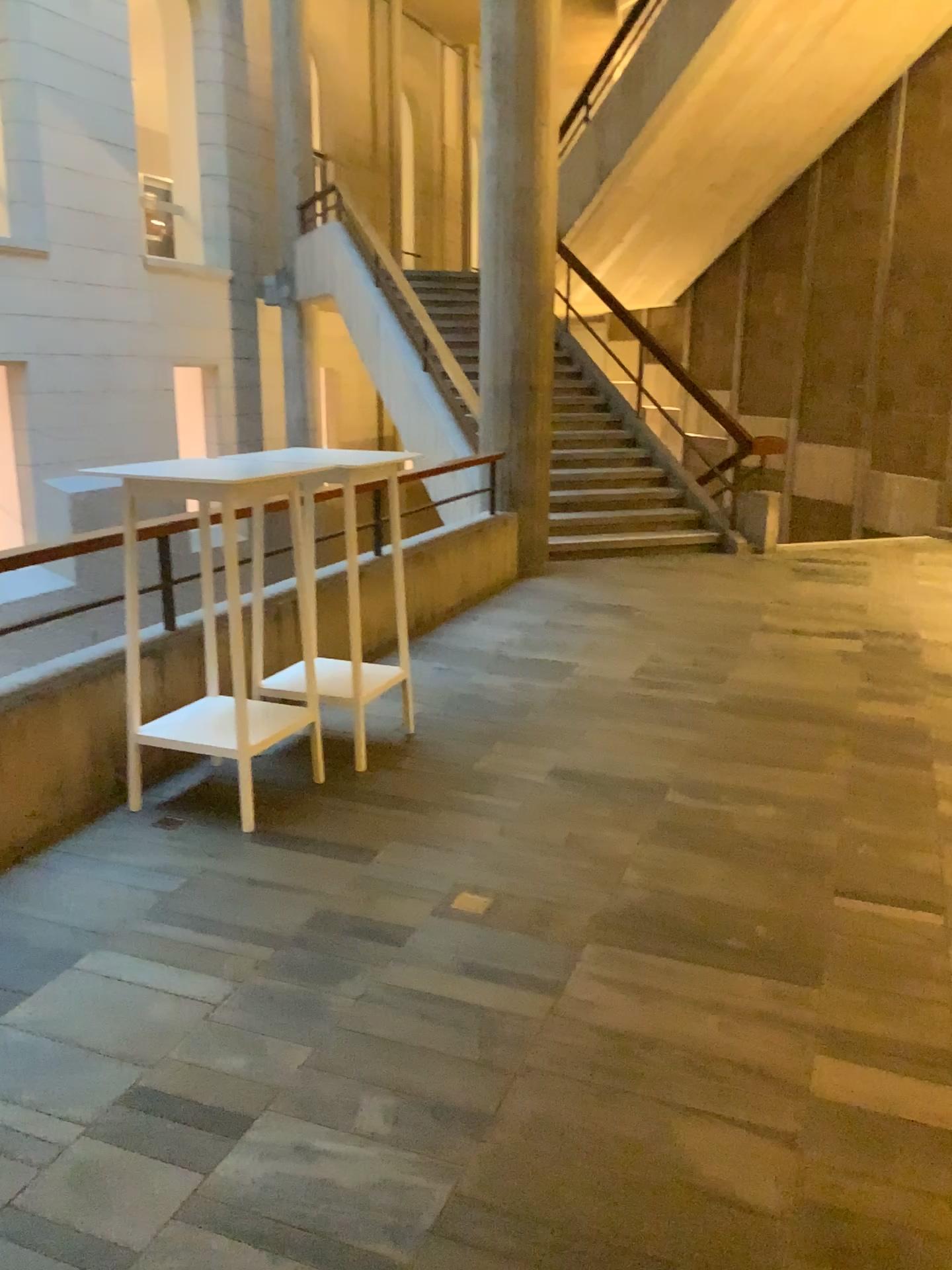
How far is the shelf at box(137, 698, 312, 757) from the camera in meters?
3.6

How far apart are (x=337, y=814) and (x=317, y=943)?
0.83m

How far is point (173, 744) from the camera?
3.6 meters
